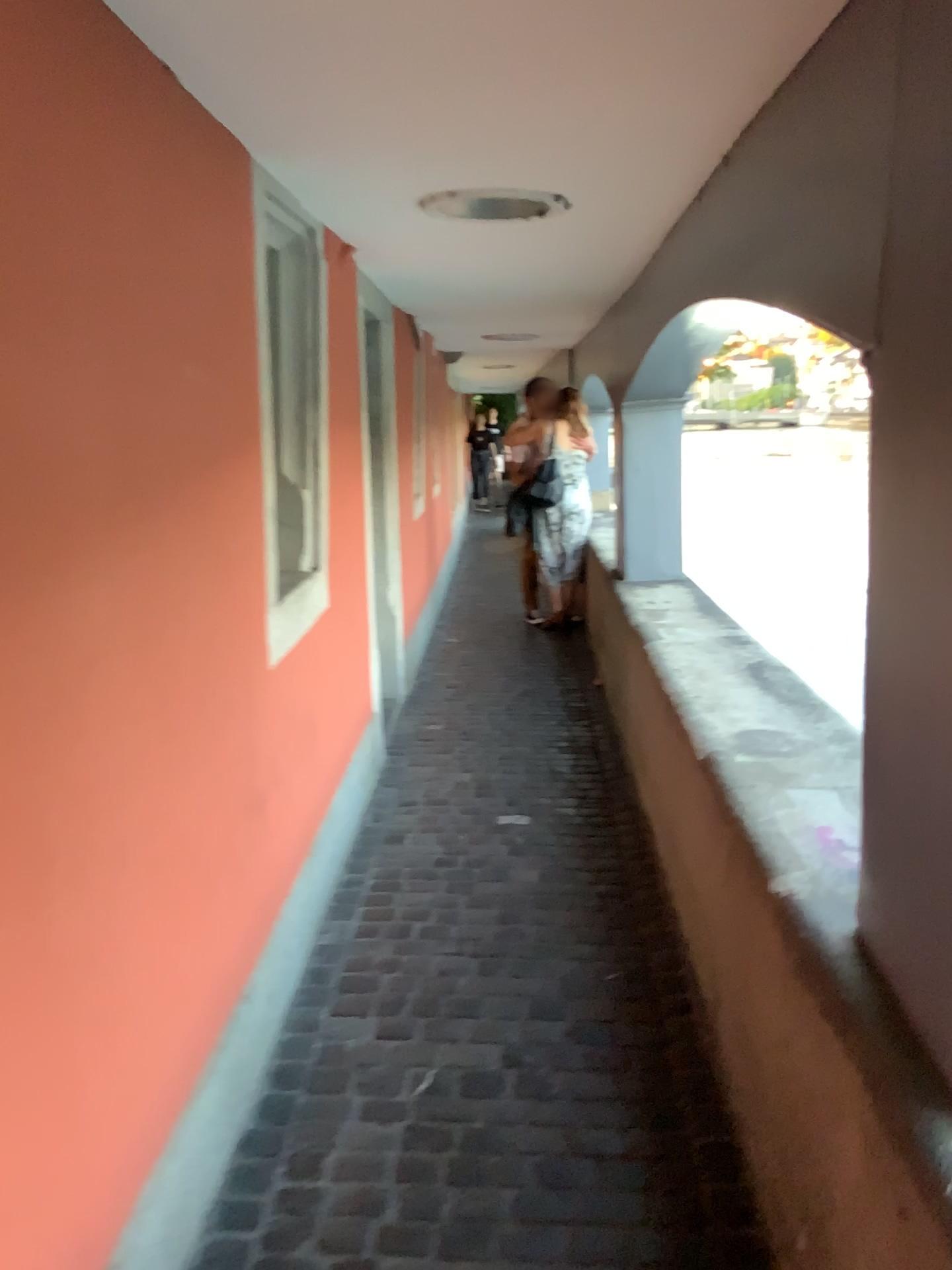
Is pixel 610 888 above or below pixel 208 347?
below

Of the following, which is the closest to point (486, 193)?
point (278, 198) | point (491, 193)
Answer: point (491, 193)

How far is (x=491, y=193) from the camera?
2.6 meters

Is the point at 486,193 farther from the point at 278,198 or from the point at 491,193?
the point at 278,198

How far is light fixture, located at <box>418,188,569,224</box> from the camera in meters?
2.6 m

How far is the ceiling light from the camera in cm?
264
